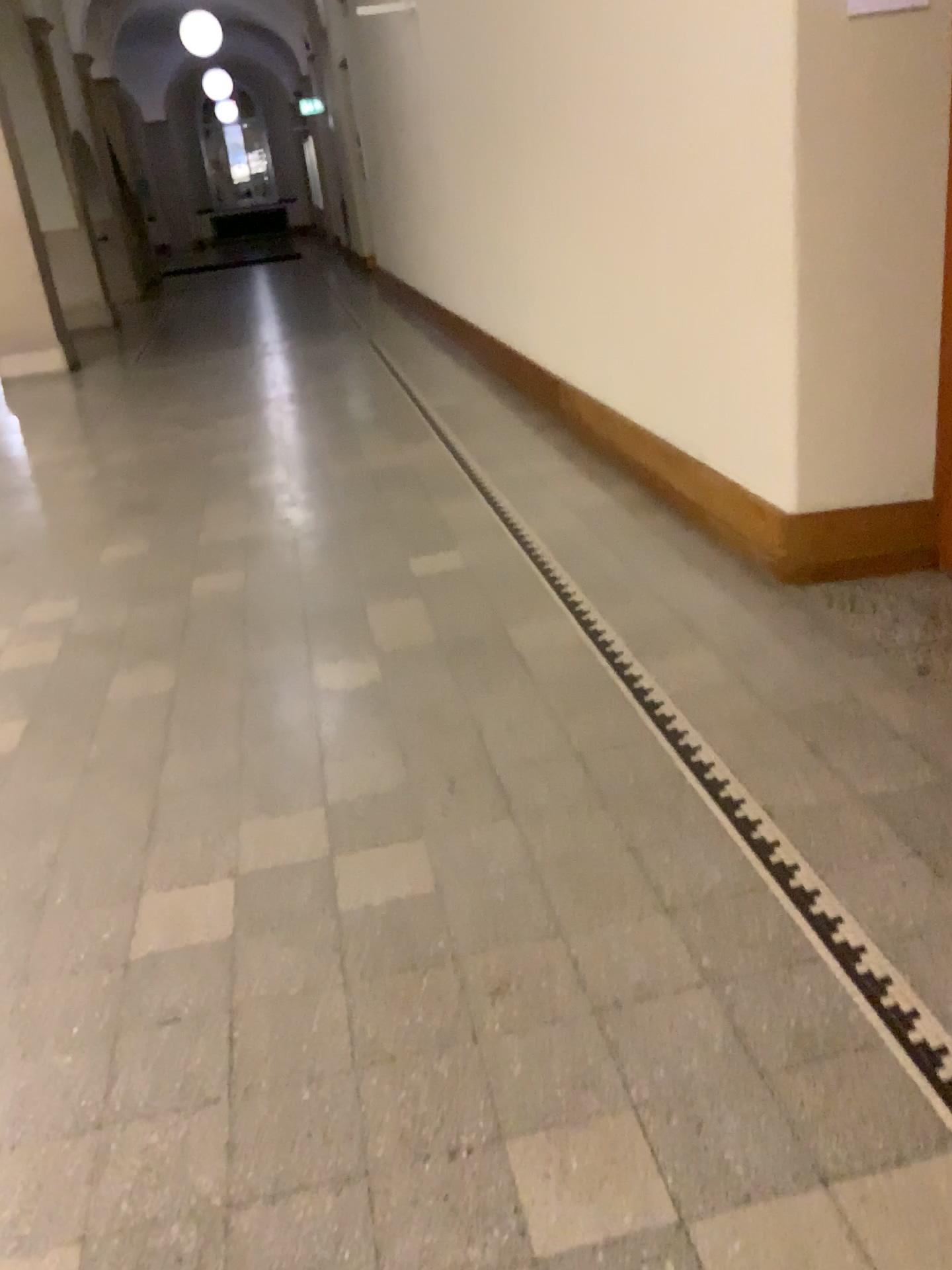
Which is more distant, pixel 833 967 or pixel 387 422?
pixel 387 422
